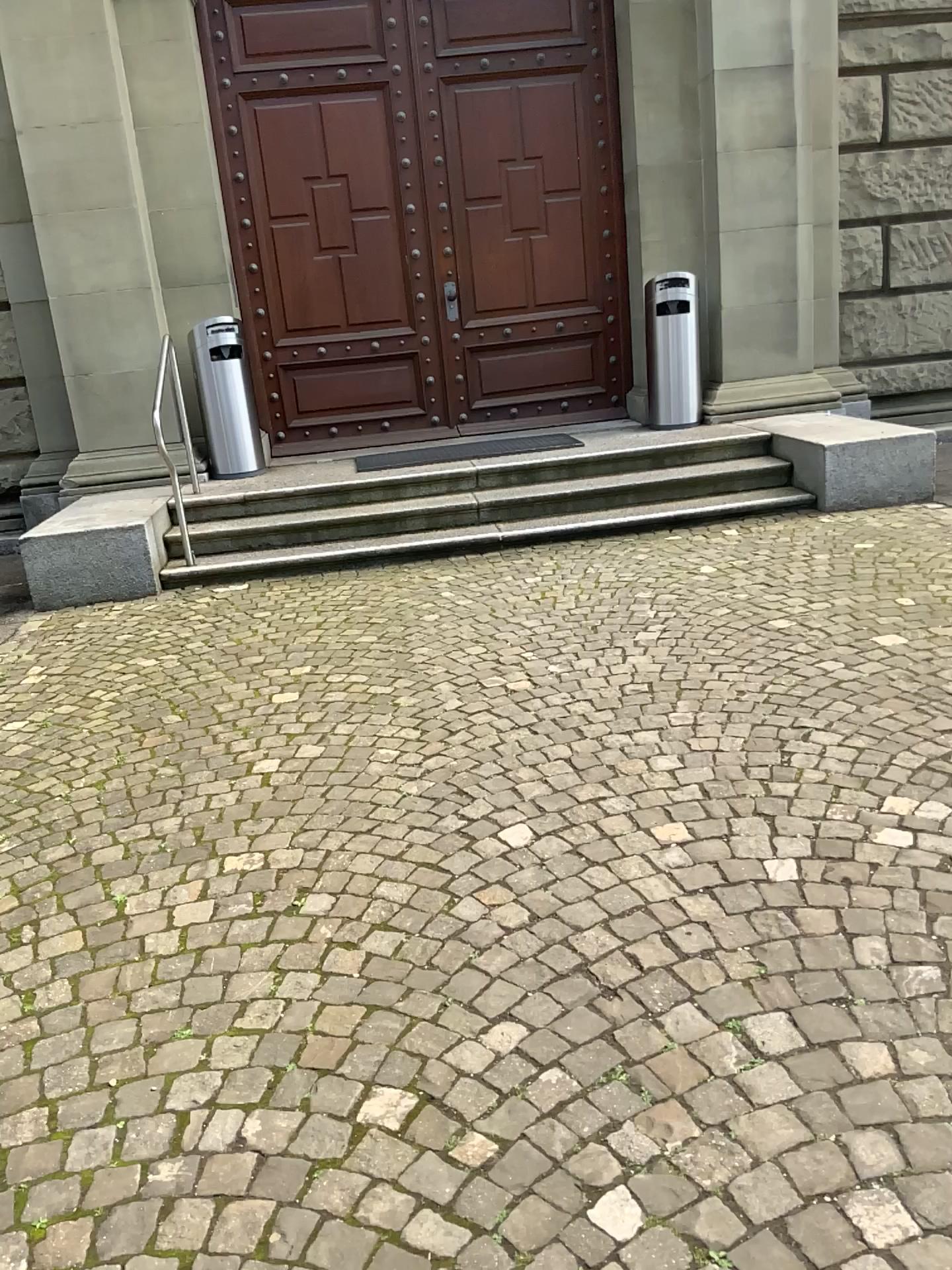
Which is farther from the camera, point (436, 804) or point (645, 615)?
point (645, 615)
